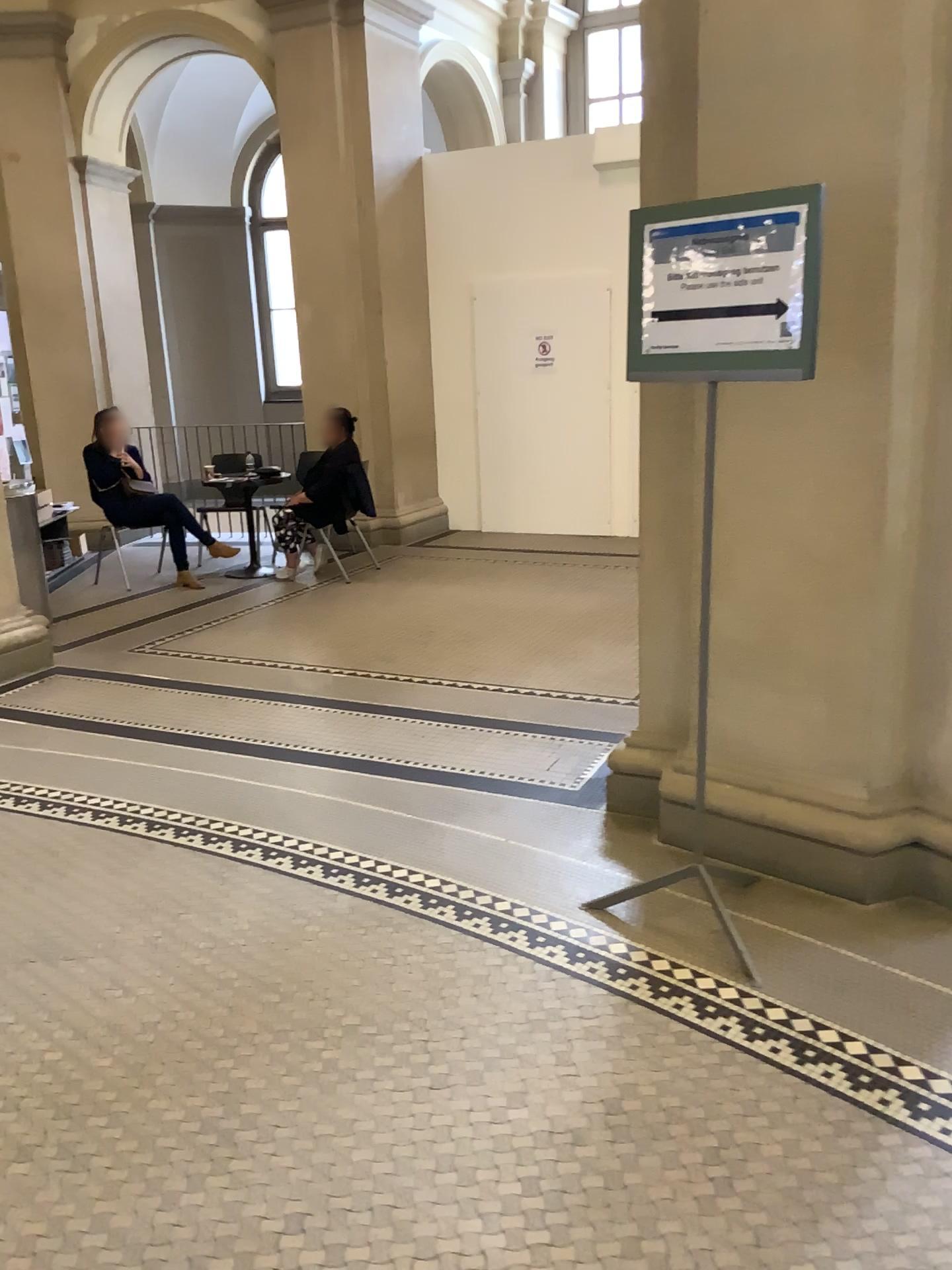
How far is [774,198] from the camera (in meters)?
2.29

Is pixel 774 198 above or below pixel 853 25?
below

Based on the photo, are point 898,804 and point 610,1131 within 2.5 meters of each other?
yes

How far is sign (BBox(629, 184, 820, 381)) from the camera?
2.3m
